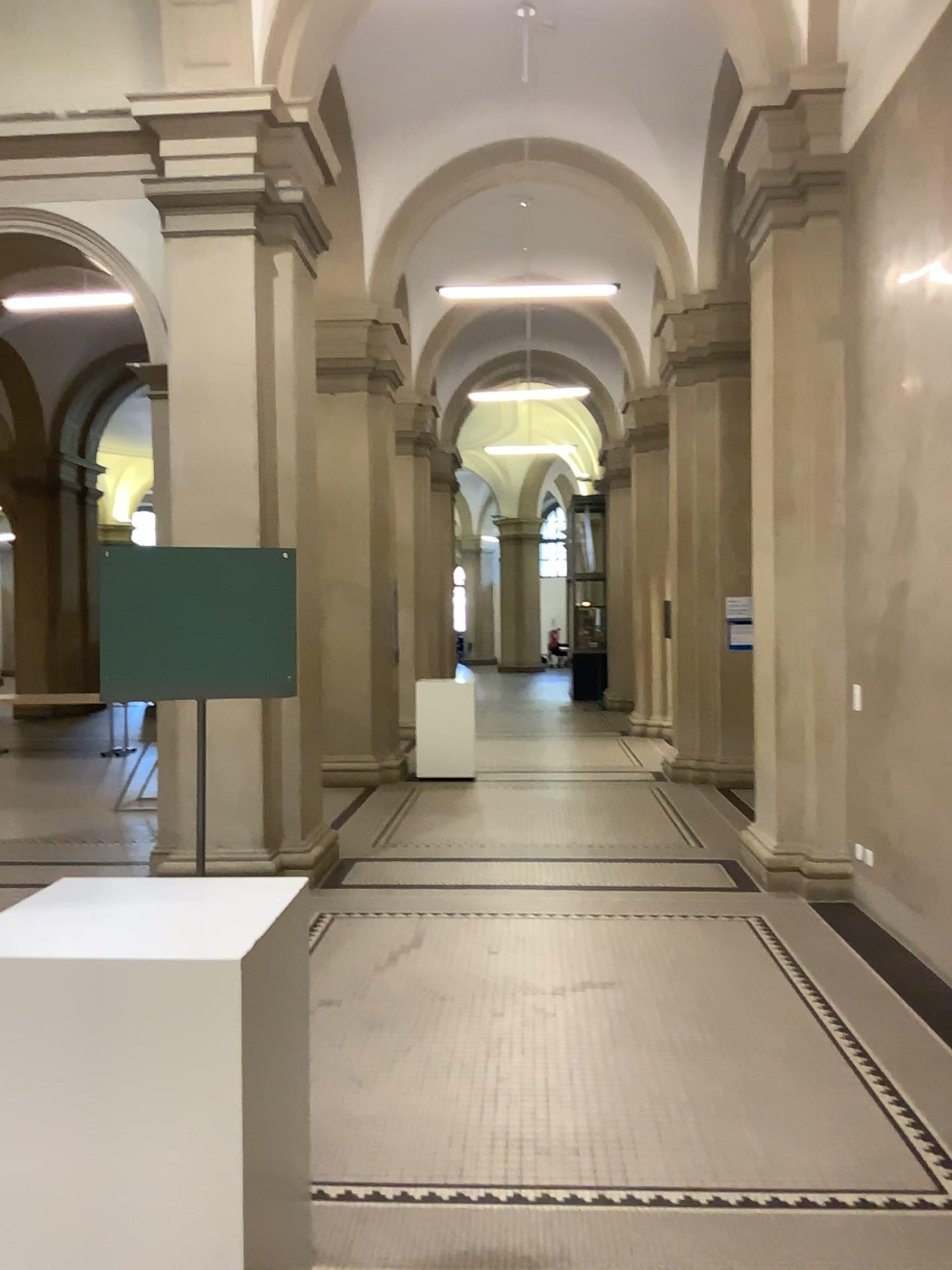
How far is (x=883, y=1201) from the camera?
2.9m
